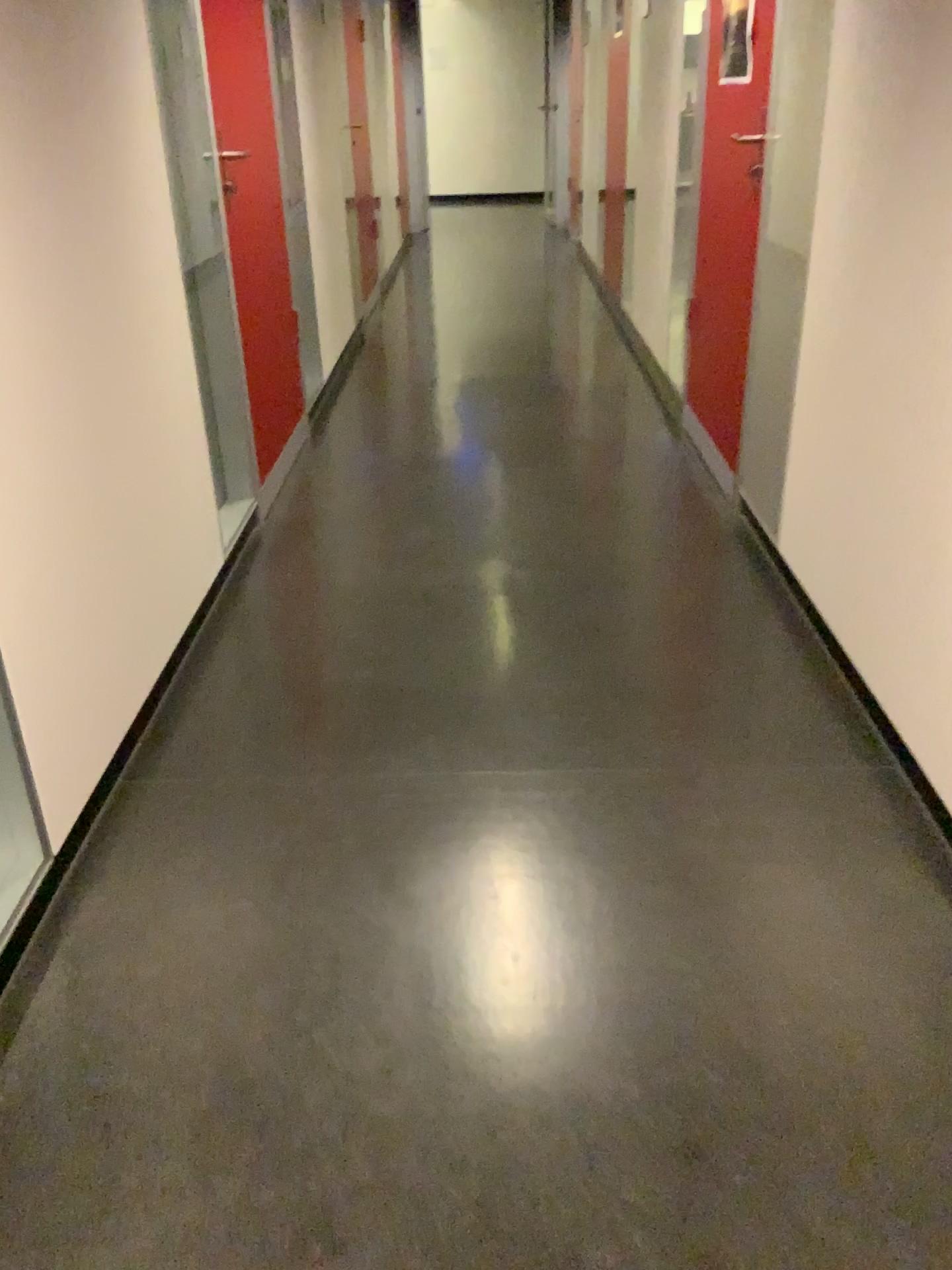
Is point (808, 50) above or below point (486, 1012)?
above

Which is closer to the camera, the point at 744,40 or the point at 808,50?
the point at 808,50

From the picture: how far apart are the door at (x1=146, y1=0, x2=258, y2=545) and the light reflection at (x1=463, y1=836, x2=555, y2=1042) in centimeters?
139cm

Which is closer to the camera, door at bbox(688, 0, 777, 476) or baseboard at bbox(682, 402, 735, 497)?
door at bbox(688, 0, 777, 476)

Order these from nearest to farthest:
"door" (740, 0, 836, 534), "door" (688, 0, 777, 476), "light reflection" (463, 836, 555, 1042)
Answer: "light reflection" (463, 836, 555, 1042) → "door" (740, 0, 836, 534) → "door" (688, 0, 777, 476)

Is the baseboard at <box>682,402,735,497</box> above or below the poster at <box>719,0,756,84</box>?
below

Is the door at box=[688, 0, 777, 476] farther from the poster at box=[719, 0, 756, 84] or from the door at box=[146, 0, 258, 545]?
the door at box=[146, 0, 258, 545]

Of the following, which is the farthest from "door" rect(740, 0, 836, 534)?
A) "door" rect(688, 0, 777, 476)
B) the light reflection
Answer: the light reflection

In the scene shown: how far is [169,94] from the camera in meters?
2.7

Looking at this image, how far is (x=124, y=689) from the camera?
2.1m
